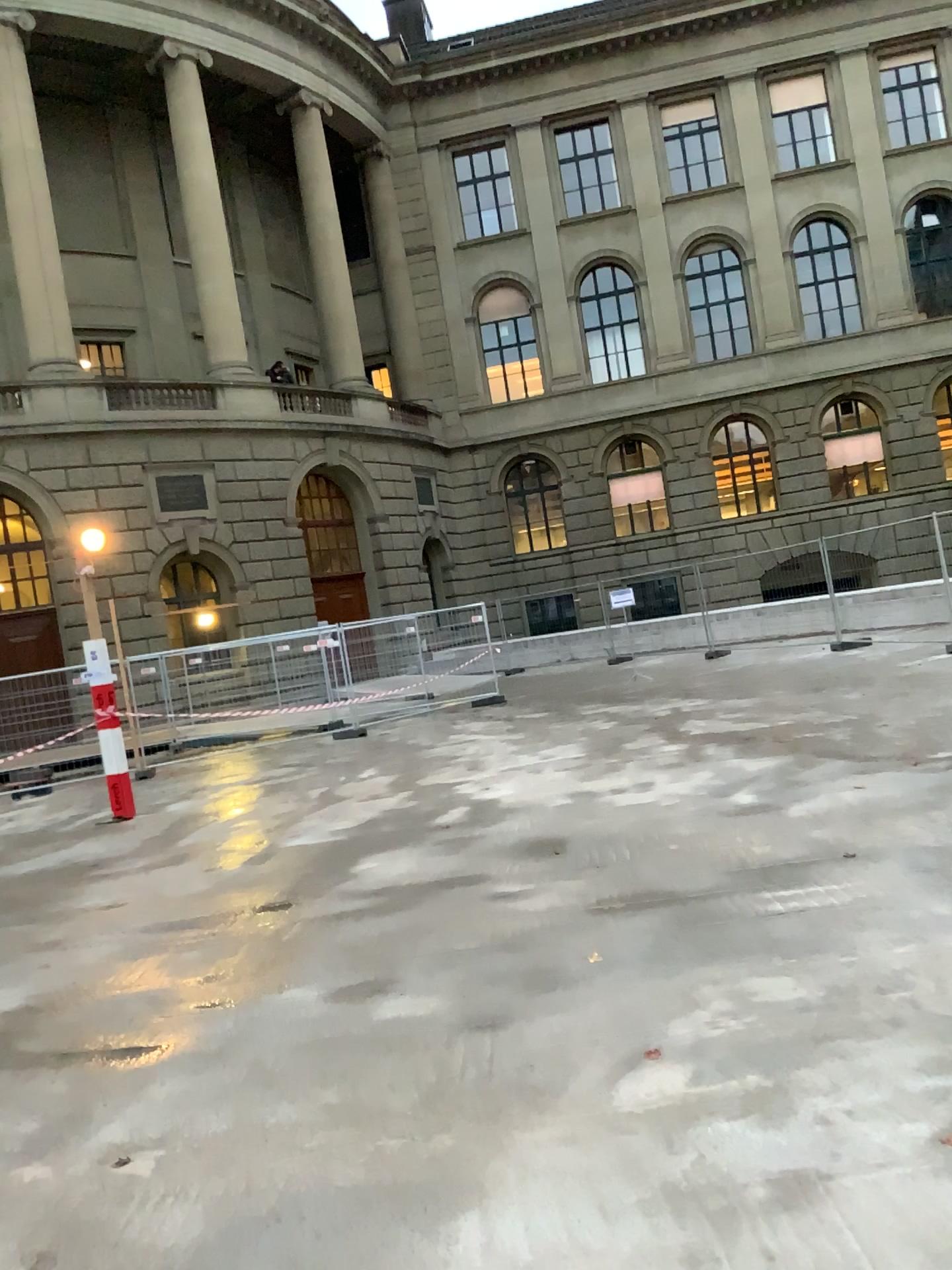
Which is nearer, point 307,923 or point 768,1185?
point 768,1185
